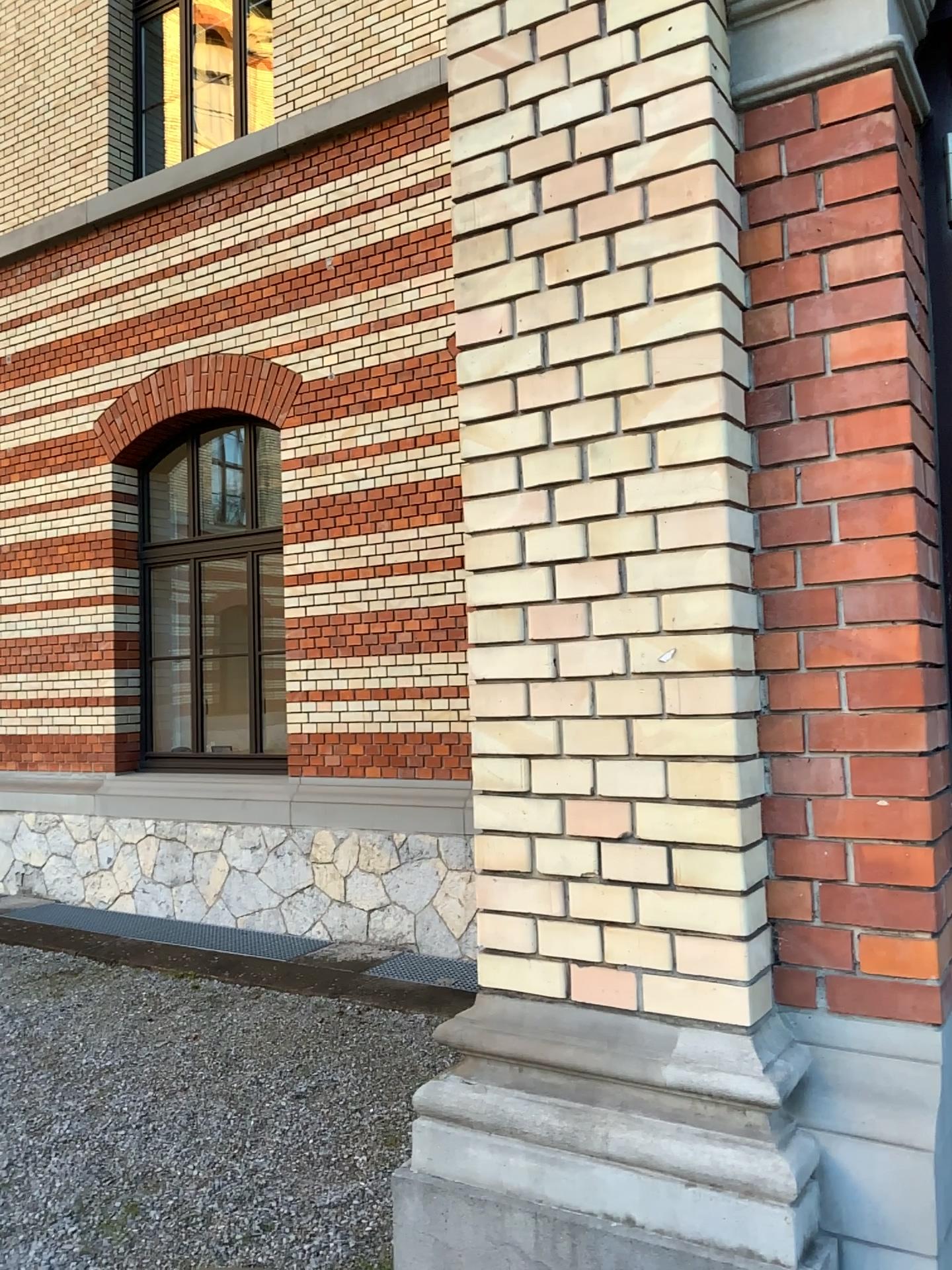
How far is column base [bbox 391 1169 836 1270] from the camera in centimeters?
164cm

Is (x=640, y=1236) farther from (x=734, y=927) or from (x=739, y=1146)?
(x=734, y=927)

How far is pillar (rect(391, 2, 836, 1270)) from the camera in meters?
1.7

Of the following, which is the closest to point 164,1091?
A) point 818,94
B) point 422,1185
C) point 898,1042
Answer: point 422,1185

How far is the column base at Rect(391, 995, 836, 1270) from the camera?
1.59m

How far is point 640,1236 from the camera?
1.64m

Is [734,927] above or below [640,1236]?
above
